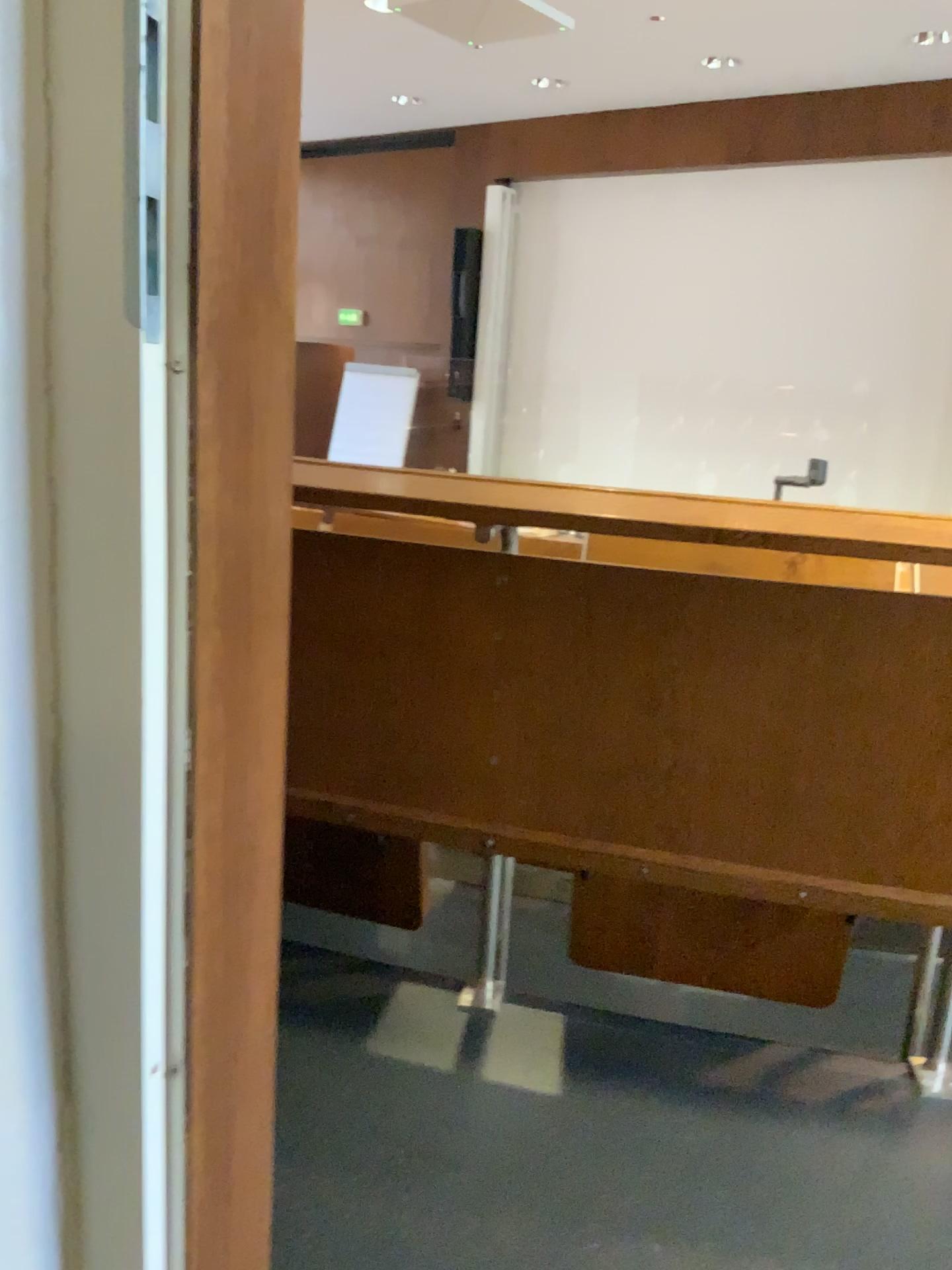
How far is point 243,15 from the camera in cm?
52

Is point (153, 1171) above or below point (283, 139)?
below

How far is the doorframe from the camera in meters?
0.5 m
